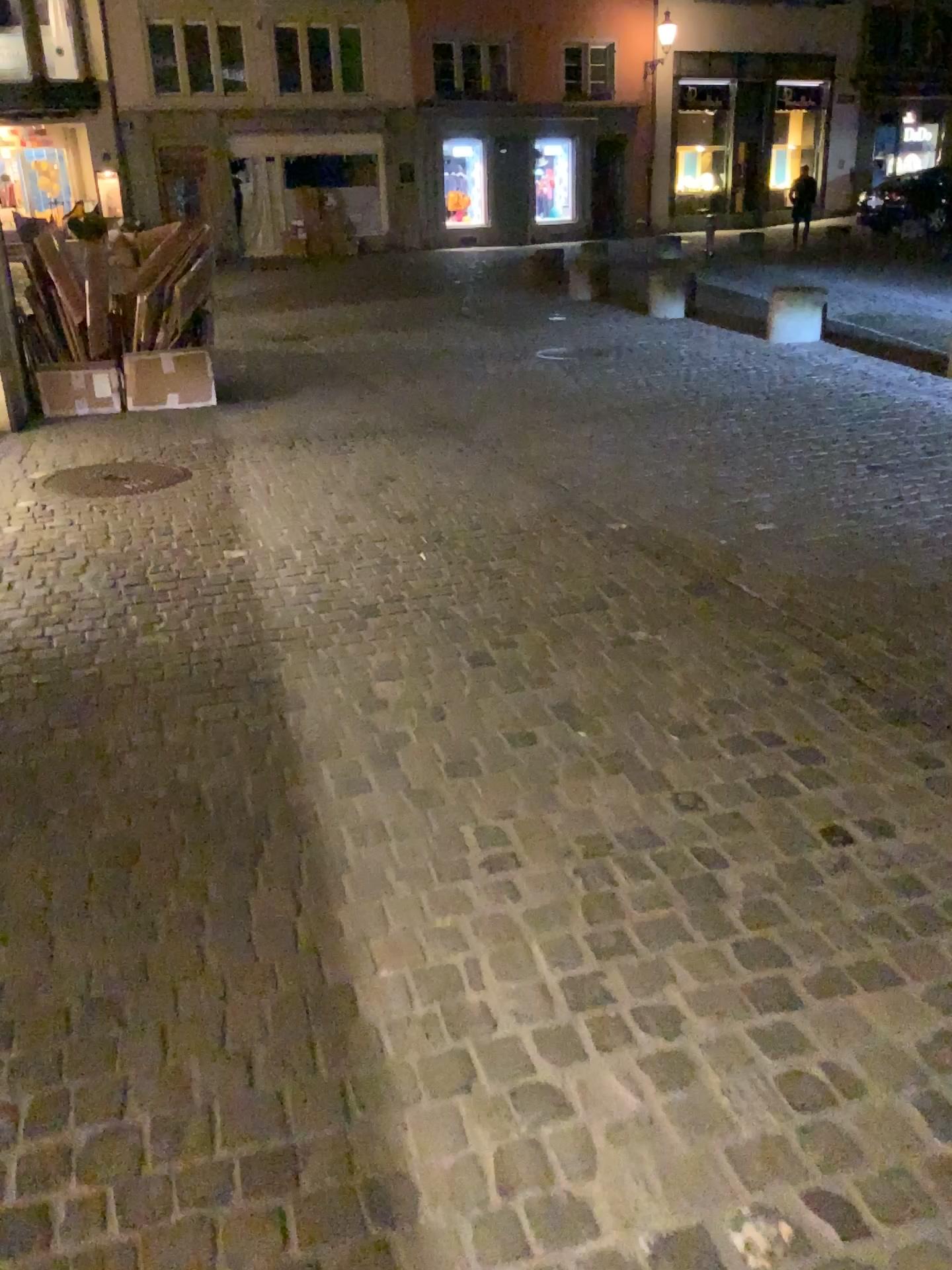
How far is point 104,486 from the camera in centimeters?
528cm

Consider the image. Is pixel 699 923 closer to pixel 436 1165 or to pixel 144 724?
pixel 436 1165

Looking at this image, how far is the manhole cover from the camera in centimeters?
528cm
